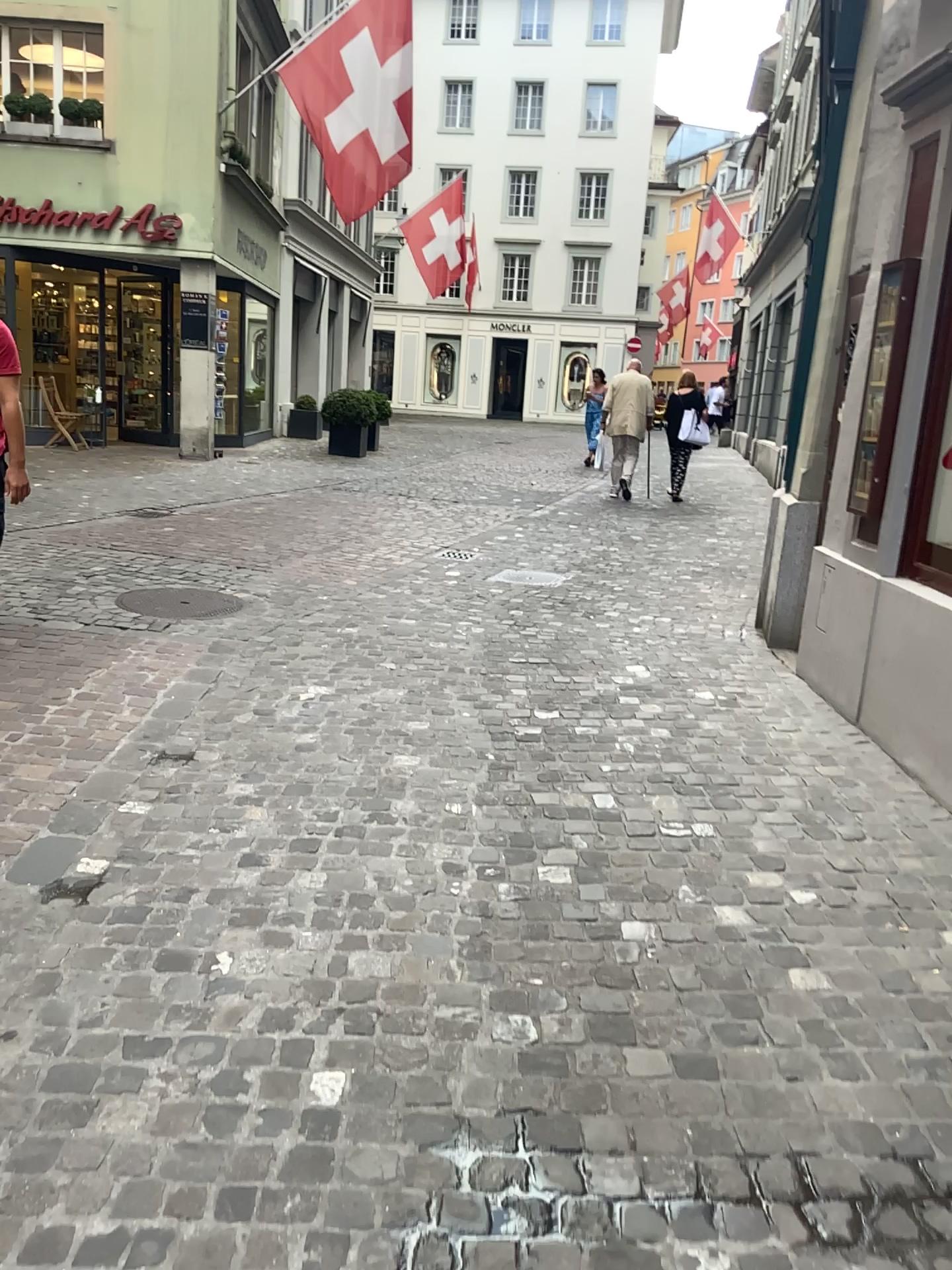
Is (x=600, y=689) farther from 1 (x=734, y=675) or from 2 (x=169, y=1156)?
2 (x=169, y=1156)
